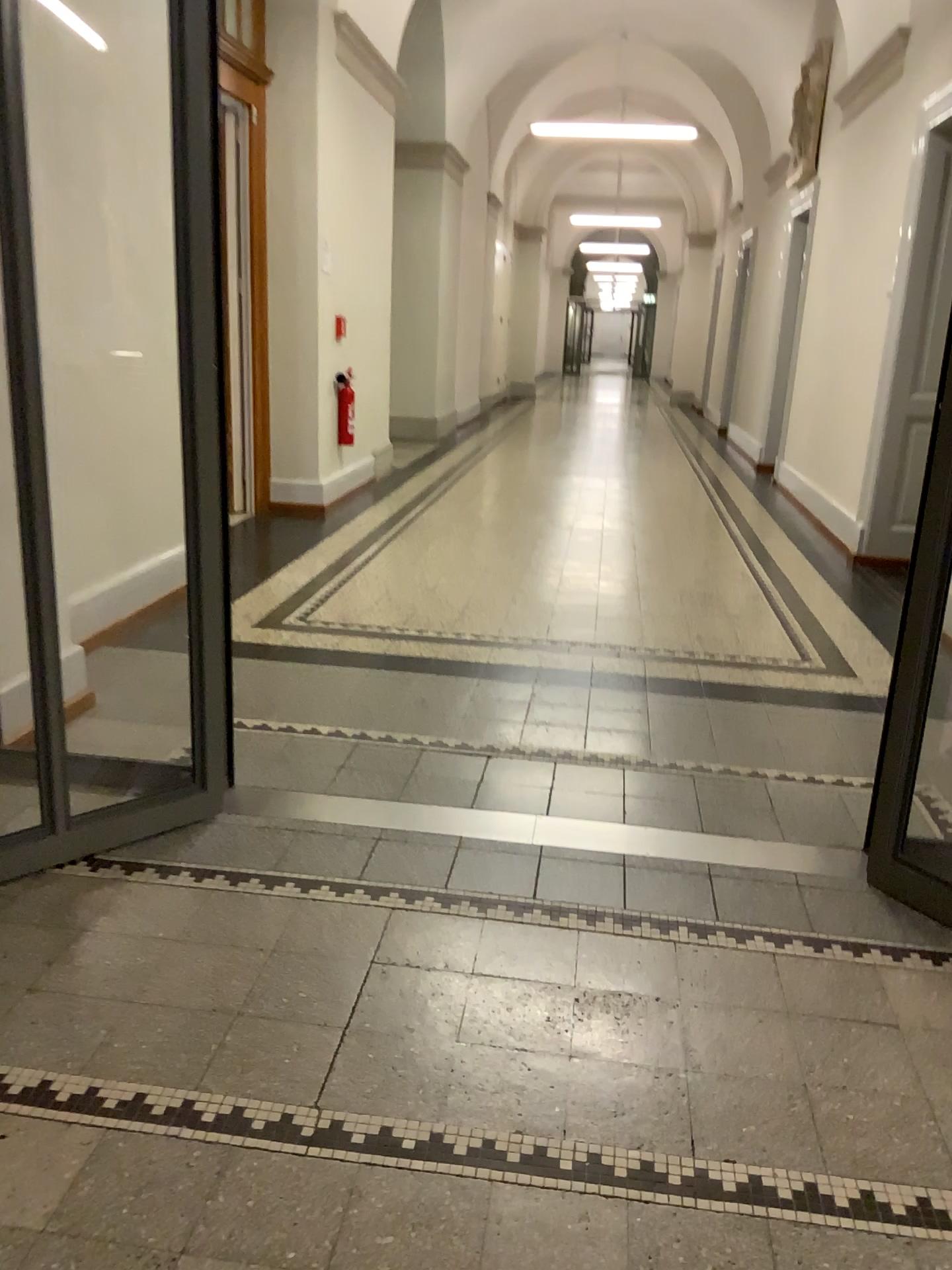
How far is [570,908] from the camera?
2.3m
